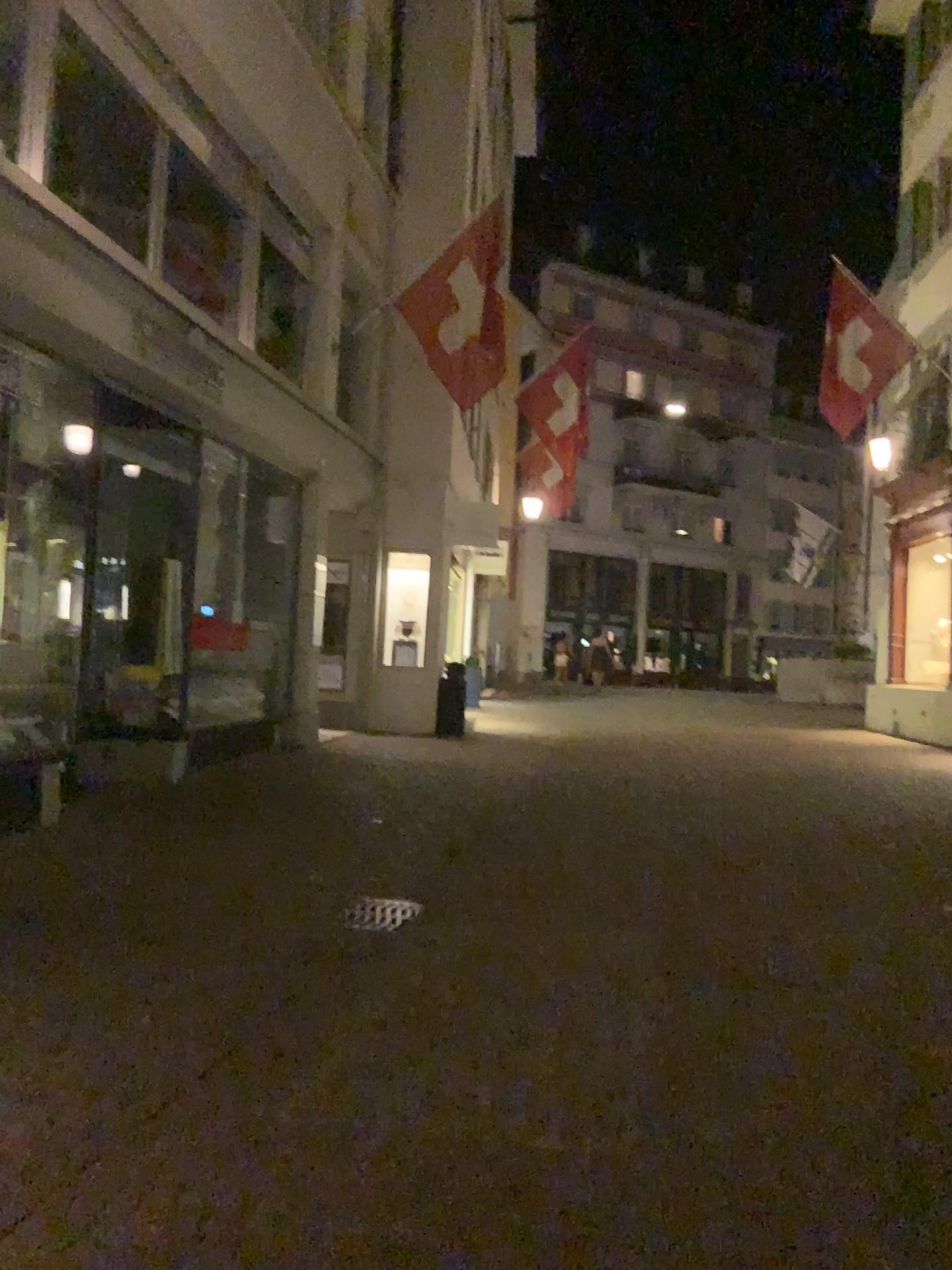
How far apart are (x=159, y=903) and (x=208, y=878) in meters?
0.5
